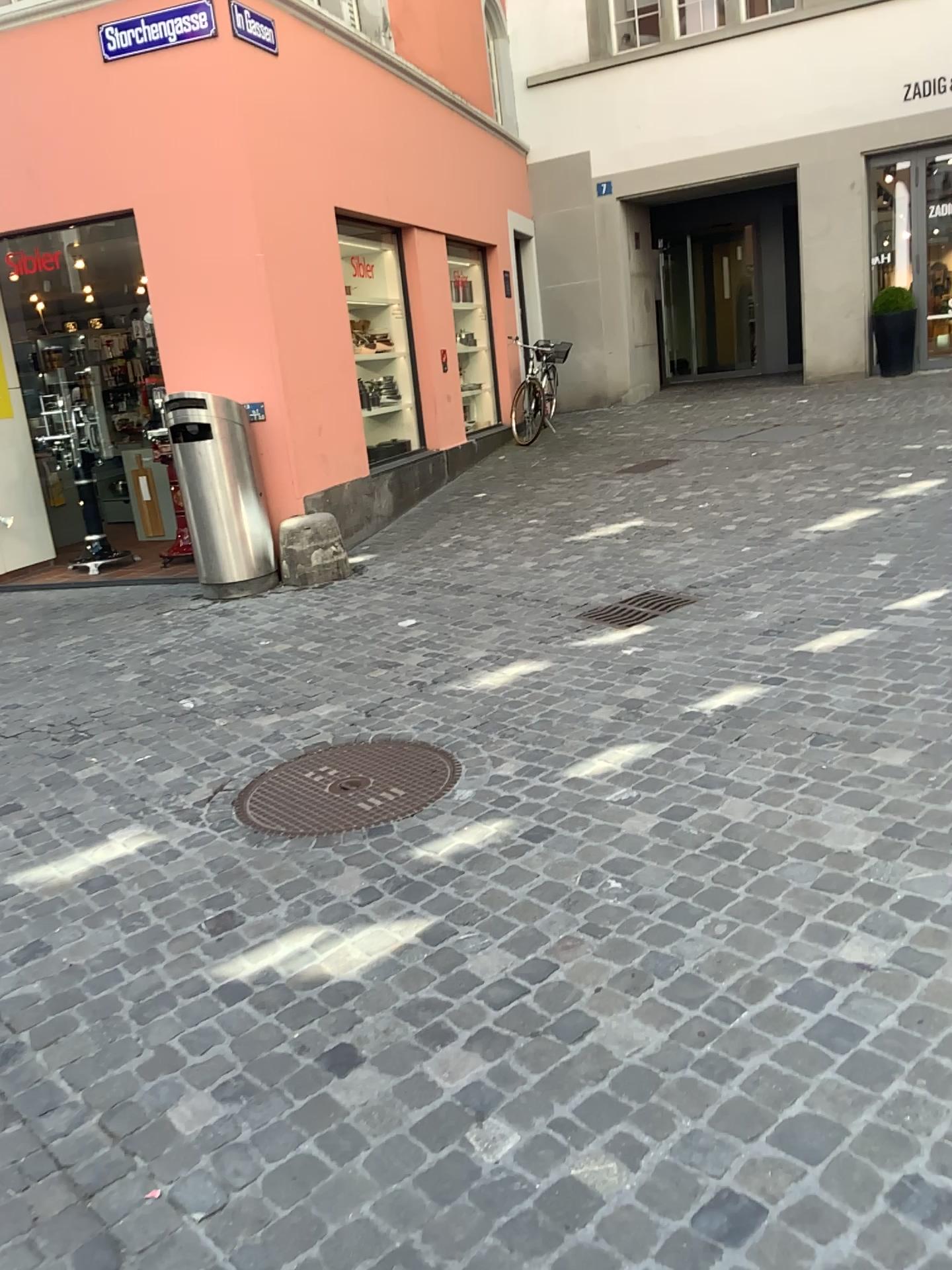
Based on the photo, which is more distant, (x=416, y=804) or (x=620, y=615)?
(x=620, y=615)

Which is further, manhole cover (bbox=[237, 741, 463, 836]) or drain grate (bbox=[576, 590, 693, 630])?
drain grate (bbox=[576, 590, 693, 630])

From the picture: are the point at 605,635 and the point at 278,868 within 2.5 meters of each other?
yes
